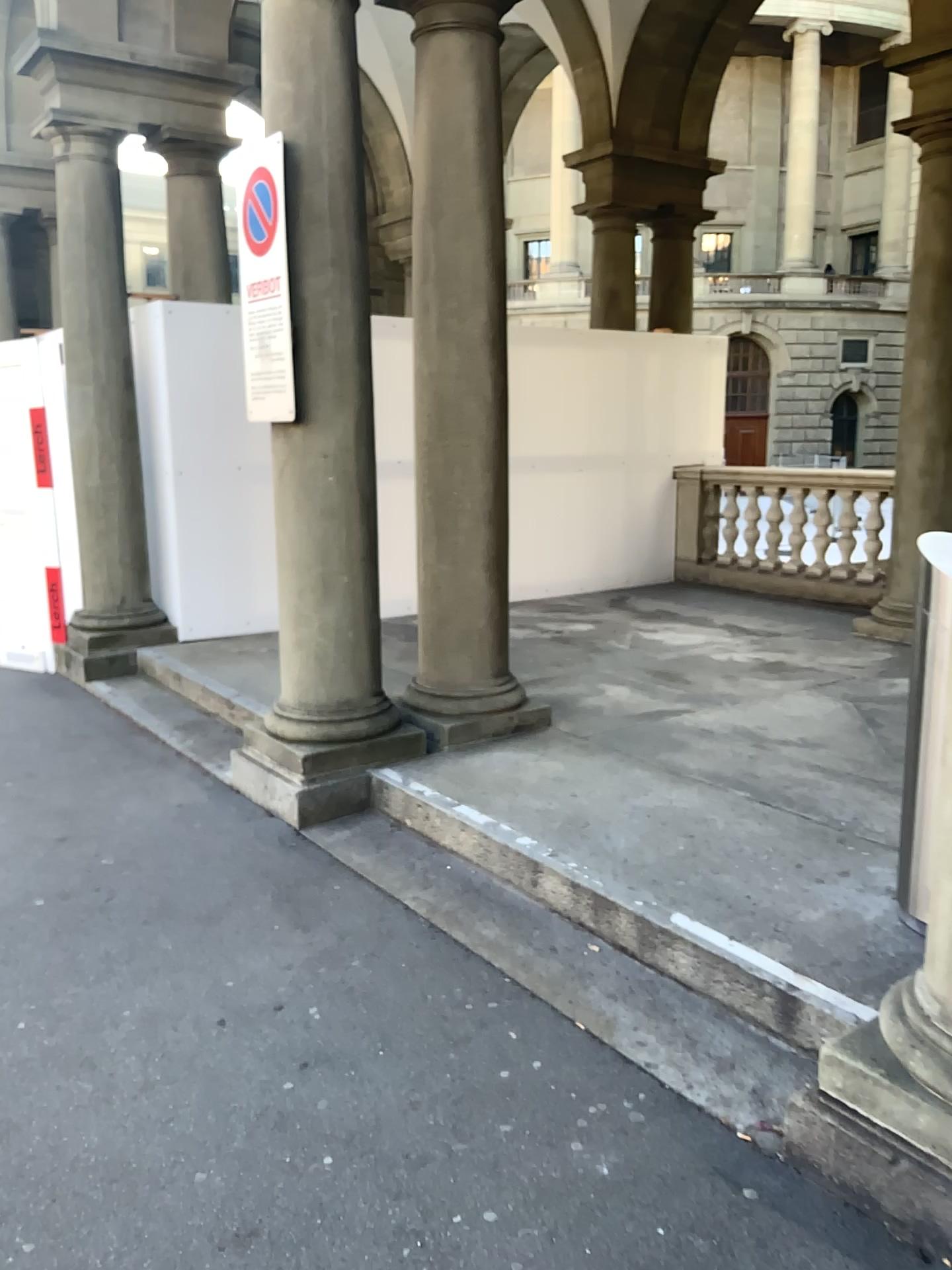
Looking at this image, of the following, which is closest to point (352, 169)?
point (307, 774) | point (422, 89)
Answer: point (422, 89)

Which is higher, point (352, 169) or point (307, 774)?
→ point (352, 169)

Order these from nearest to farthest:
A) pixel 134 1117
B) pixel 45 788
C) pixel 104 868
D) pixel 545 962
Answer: pixel 134 1117, pixel 545 962, pixel 104 868, pixel 45 788

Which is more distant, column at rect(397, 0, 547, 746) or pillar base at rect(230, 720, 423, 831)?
column at rect(397, 0, 547, 746)

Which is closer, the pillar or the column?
the pillar

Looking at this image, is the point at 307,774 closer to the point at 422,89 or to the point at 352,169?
the point at 352,169
